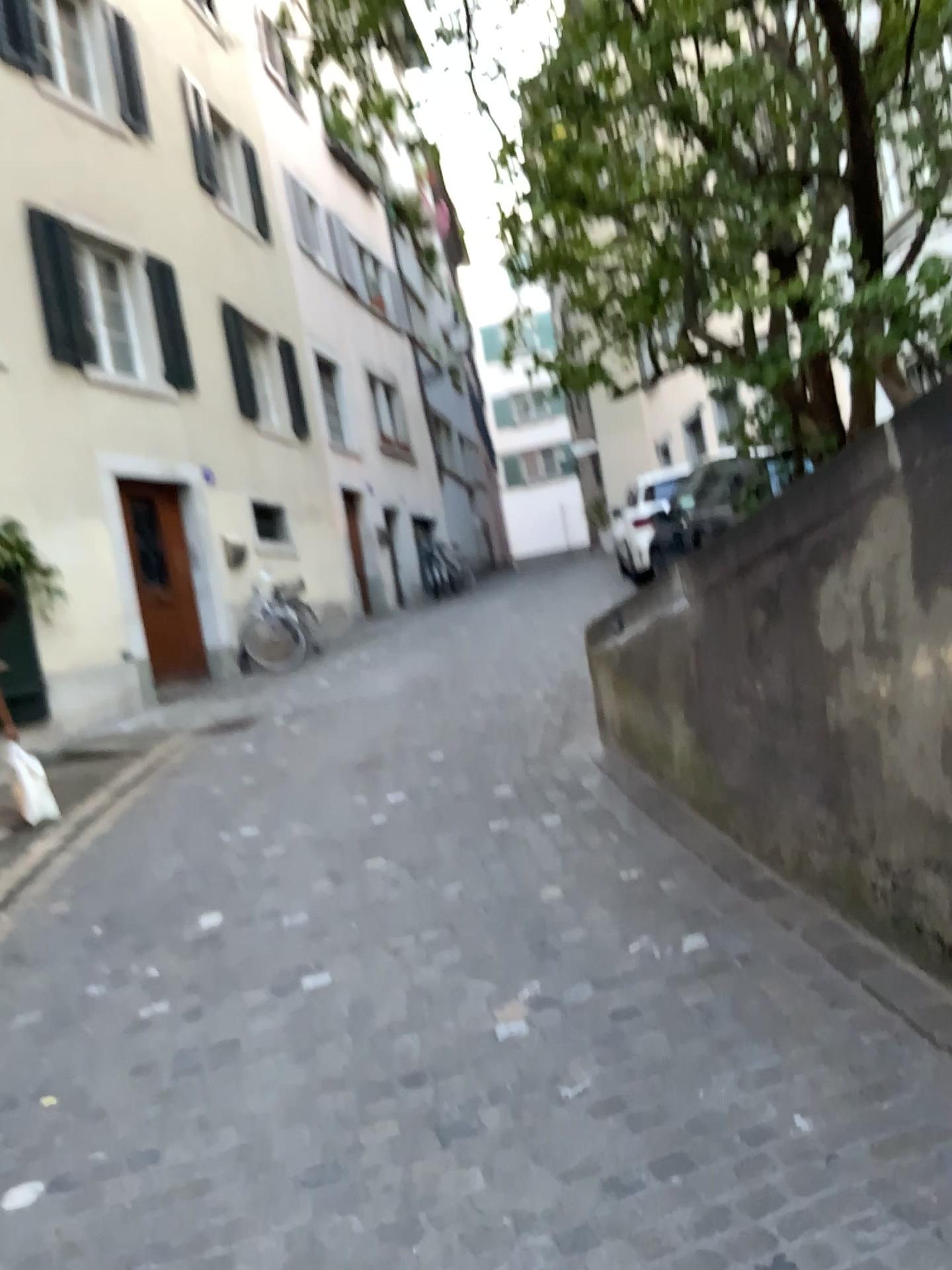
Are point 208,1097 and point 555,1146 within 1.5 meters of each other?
yes
